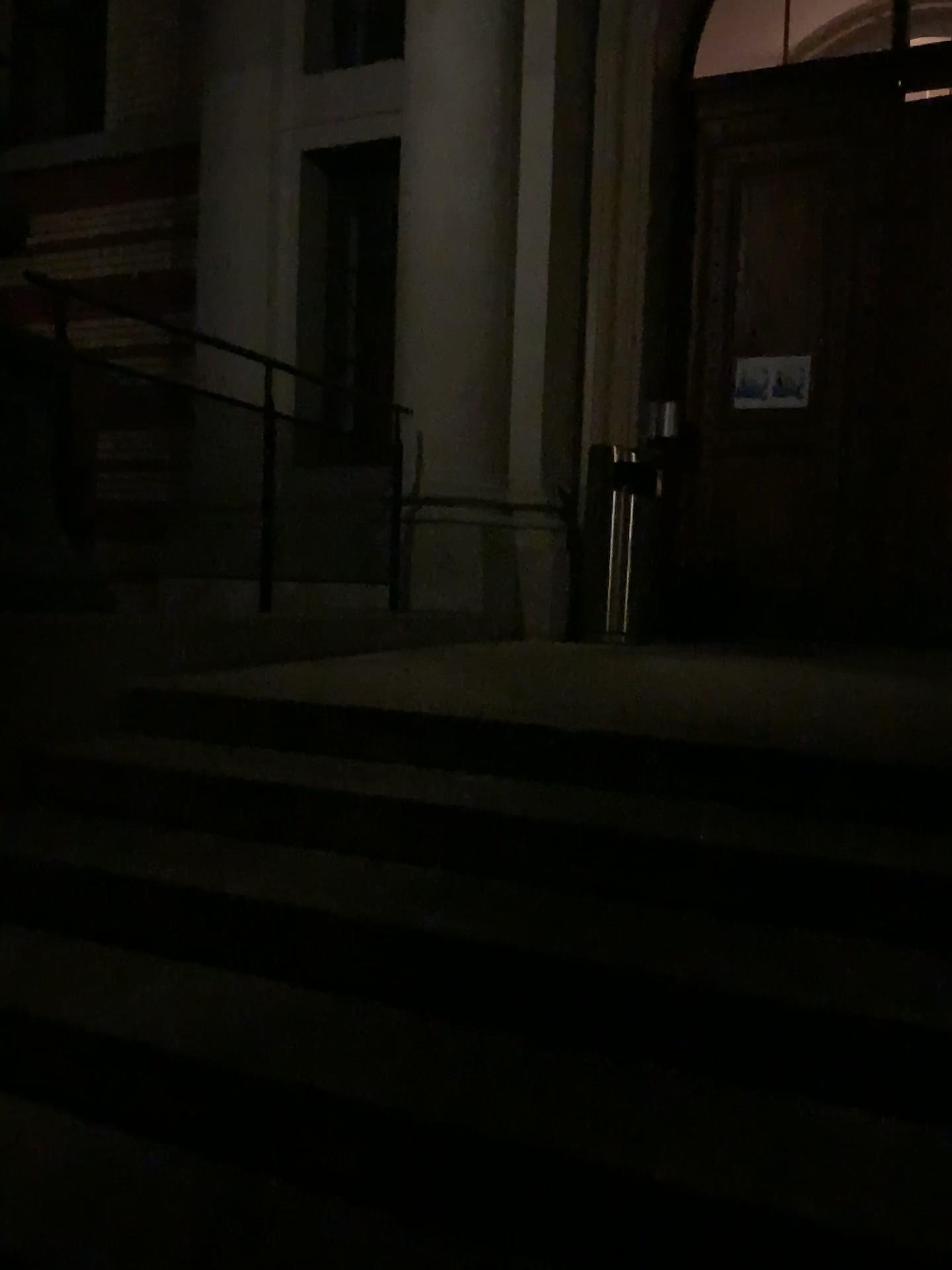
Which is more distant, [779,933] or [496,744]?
[496,744]
